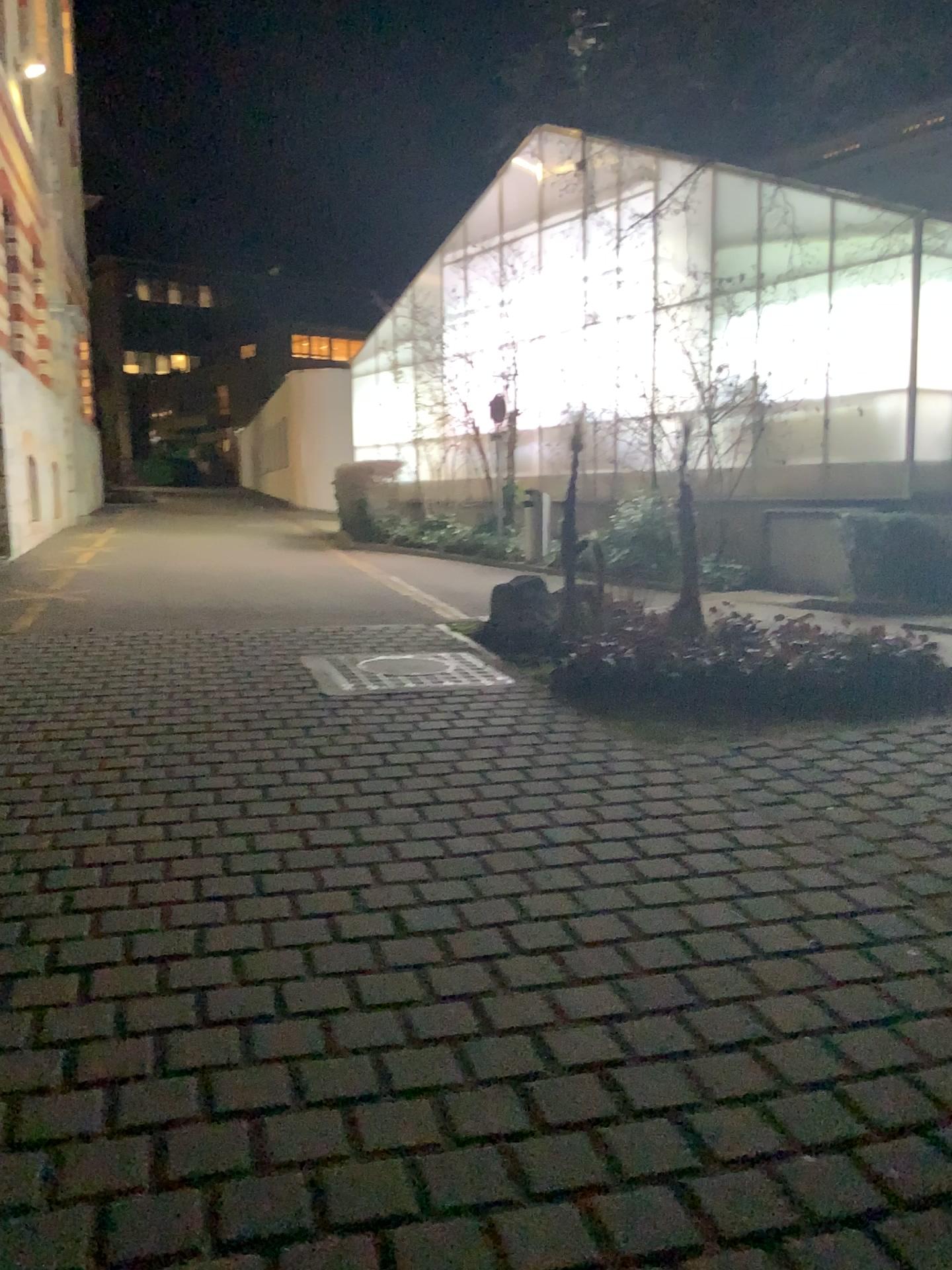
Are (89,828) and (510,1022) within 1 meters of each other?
no
